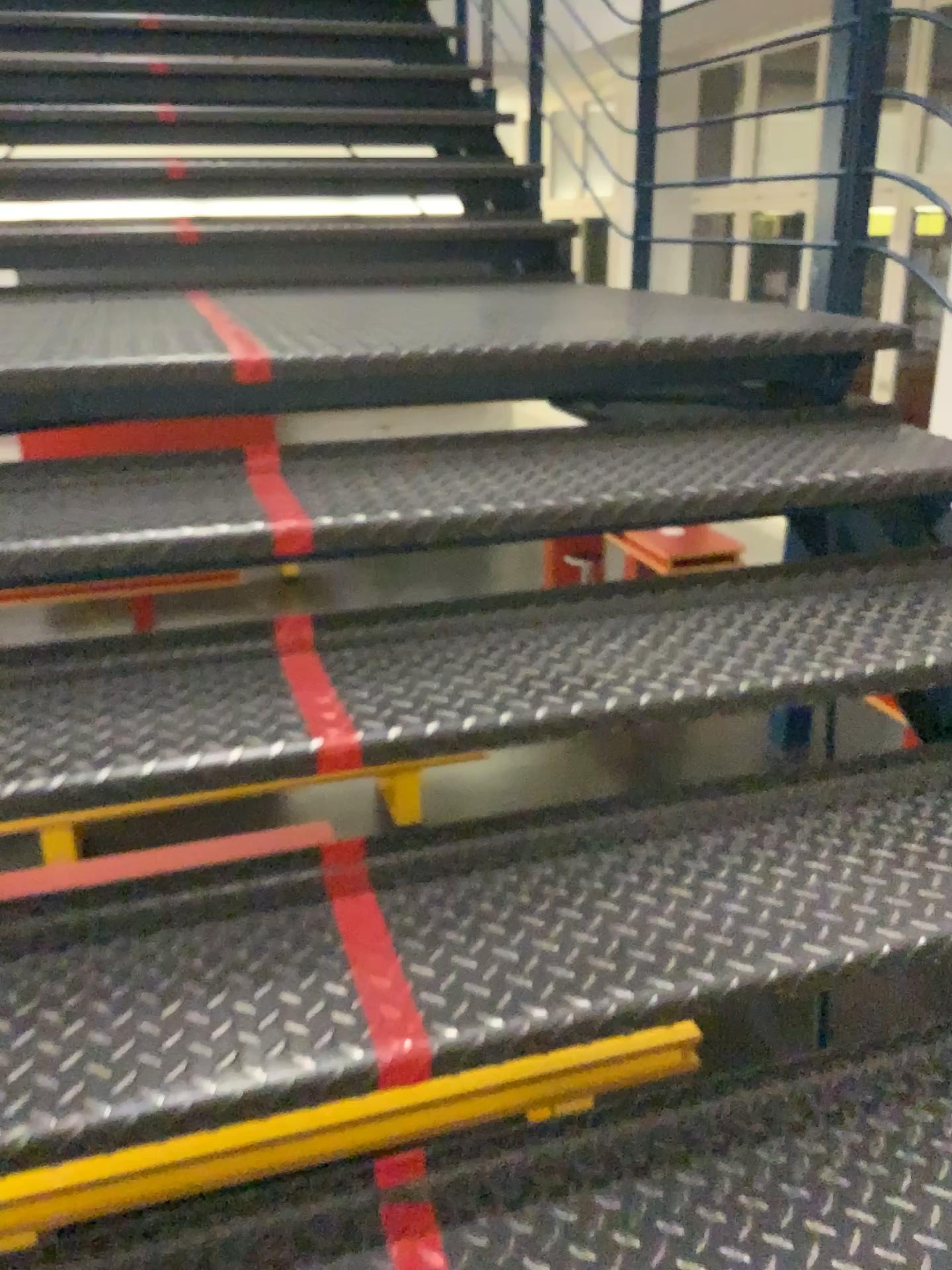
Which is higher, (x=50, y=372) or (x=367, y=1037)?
(x=50, y=372)

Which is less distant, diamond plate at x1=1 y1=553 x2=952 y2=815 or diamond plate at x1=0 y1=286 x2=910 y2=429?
diamond plate at x1=1 y1=553 x2=952 y2=815

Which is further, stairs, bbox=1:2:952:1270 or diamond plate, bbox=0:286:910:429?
diamond plate, bbox=0:286:910:429

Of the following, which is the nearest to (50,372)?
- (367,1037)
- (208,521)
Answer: (208,521)

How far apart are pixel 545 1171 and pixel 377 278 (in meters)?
2.48

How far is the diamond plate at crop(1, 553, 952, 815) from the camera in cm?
116

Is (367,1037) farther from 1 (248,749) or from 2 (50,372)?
2 (50,372)

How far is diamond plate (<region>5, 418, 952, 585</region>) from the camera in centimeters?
141cm

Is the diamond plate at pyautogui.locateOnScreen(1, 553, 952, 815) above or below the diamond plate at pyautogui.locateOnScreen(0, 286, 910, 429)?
below
